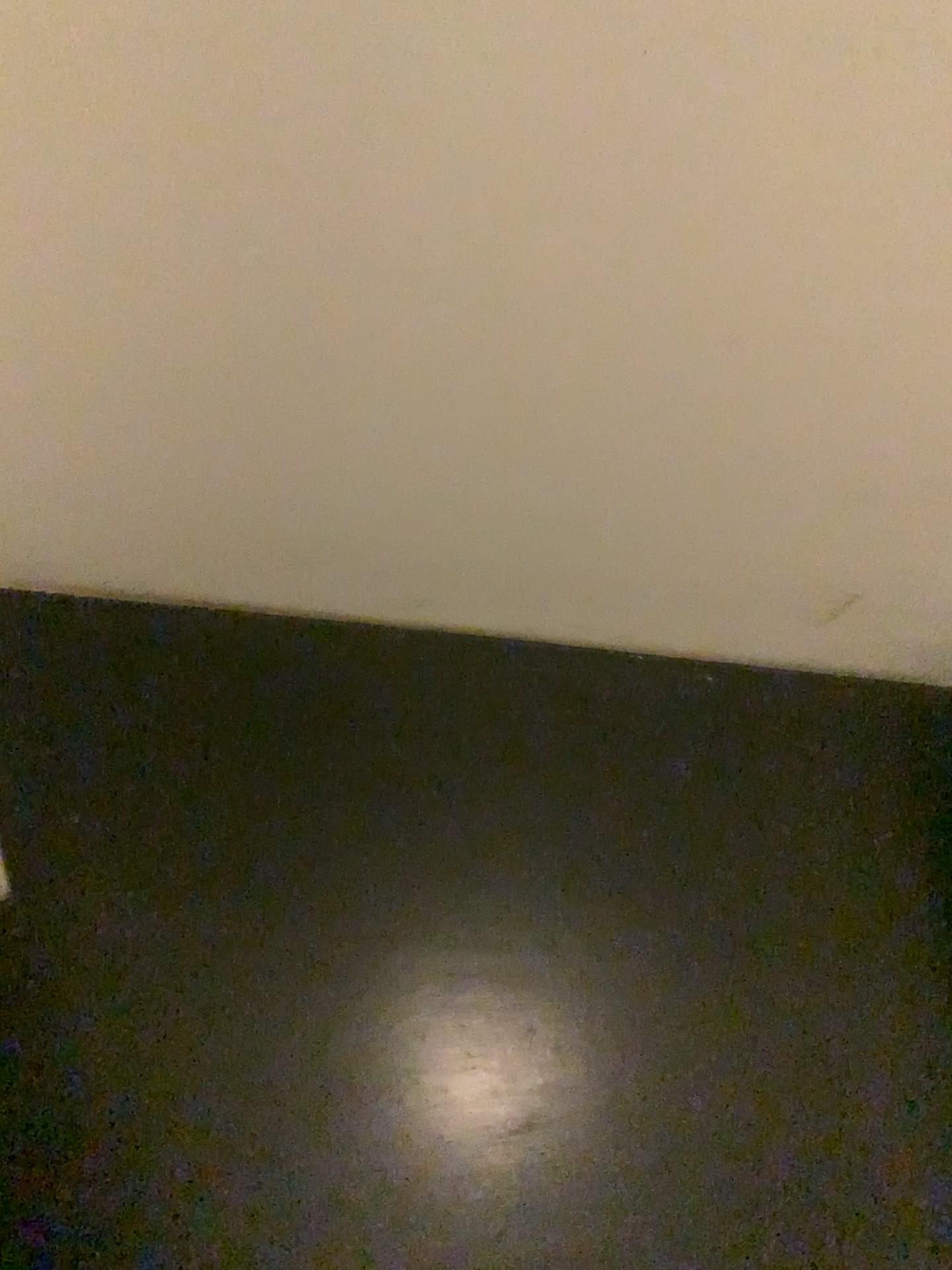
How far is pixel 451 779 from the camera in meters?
1.3
